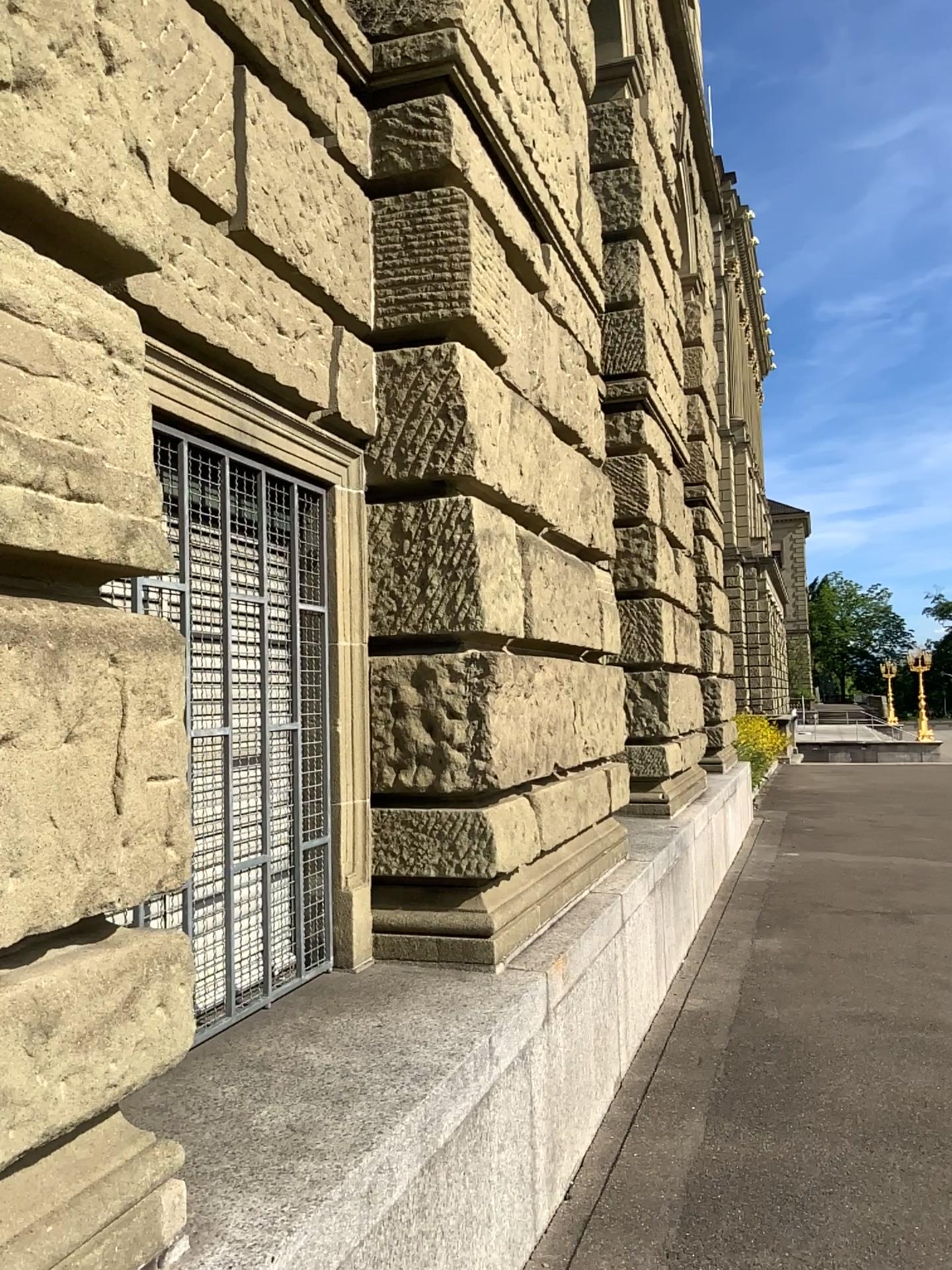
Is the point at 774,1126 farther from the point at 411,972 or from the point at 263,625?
the point at 263,625
